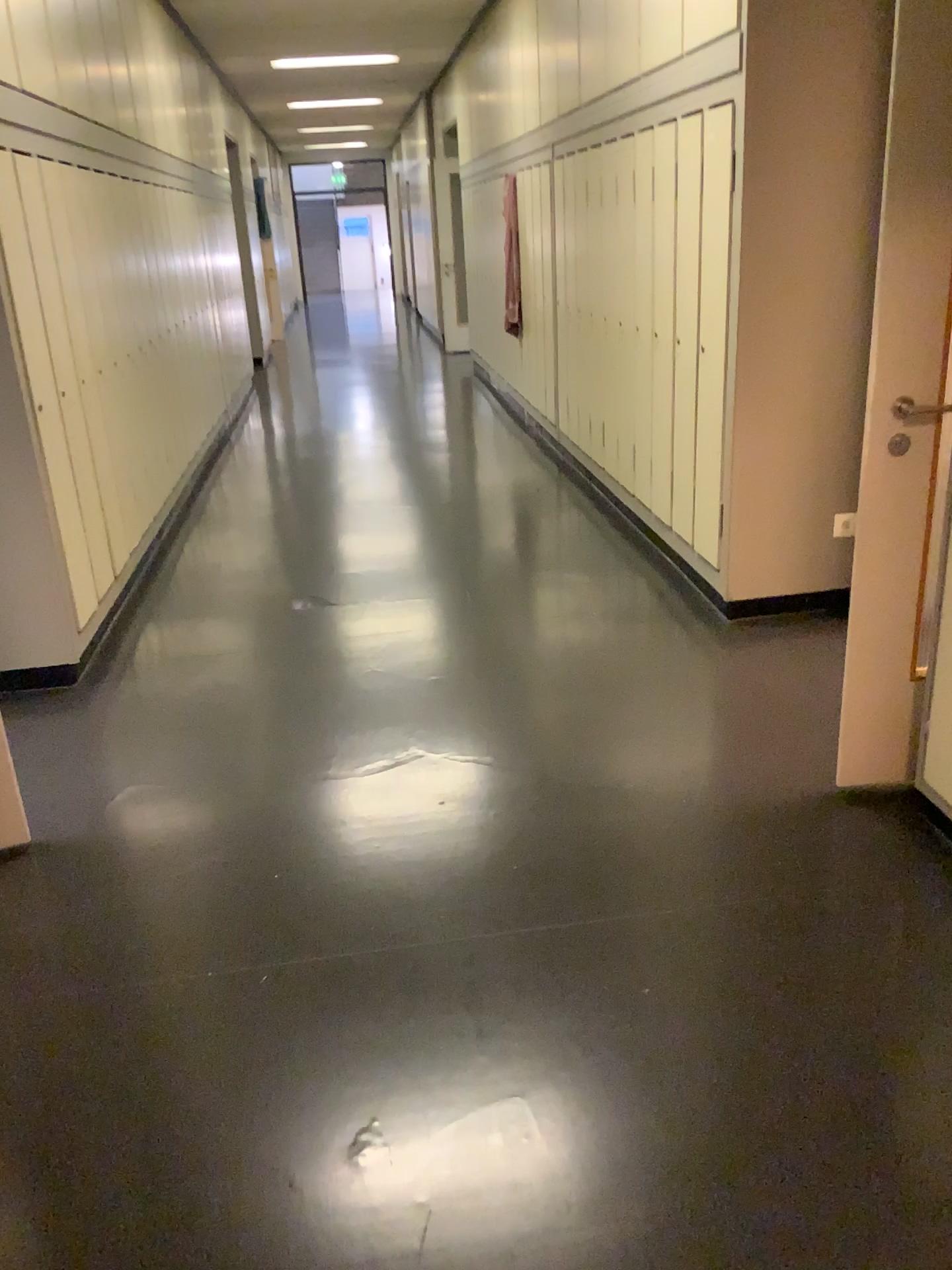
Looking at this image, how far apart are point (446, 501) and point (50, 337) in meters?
2.7

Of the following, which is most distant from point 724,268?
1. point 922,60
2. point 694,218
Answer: point 922,60

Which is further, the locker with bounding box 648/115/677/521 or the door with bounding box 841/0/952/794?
the locker with bounding box 648/115/677/521

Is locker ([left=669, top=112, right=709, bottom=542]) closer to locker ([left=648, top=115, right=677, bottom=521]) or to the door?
locker ([left=648, top=115, right=677, bottom=521])

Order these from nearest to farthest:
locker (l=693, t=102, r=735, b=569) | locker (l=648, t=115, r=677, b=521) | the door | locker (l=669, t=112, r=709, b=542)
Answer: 1. the door
2. locker (l=693, t=102, r=735, b=569)
3. locker (l=669, t=112, r=709, b=542)
4. locker (l=648, t=115, r=677, b=521)

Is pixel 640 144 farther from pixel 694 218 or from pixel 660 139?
pixel 694 218

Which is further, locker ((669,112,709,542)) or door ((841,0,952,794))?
locker ((669,112,709,542))

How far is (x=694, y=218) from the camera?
3.90m

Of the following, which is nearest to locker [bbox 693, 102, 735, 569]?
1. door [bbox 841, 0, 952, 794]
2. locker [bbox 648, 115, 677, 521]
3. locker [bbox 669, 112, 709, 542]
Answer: locker [bbox 669, 112, 709, 542]

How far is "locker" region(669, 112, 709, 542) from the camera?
3.9m
